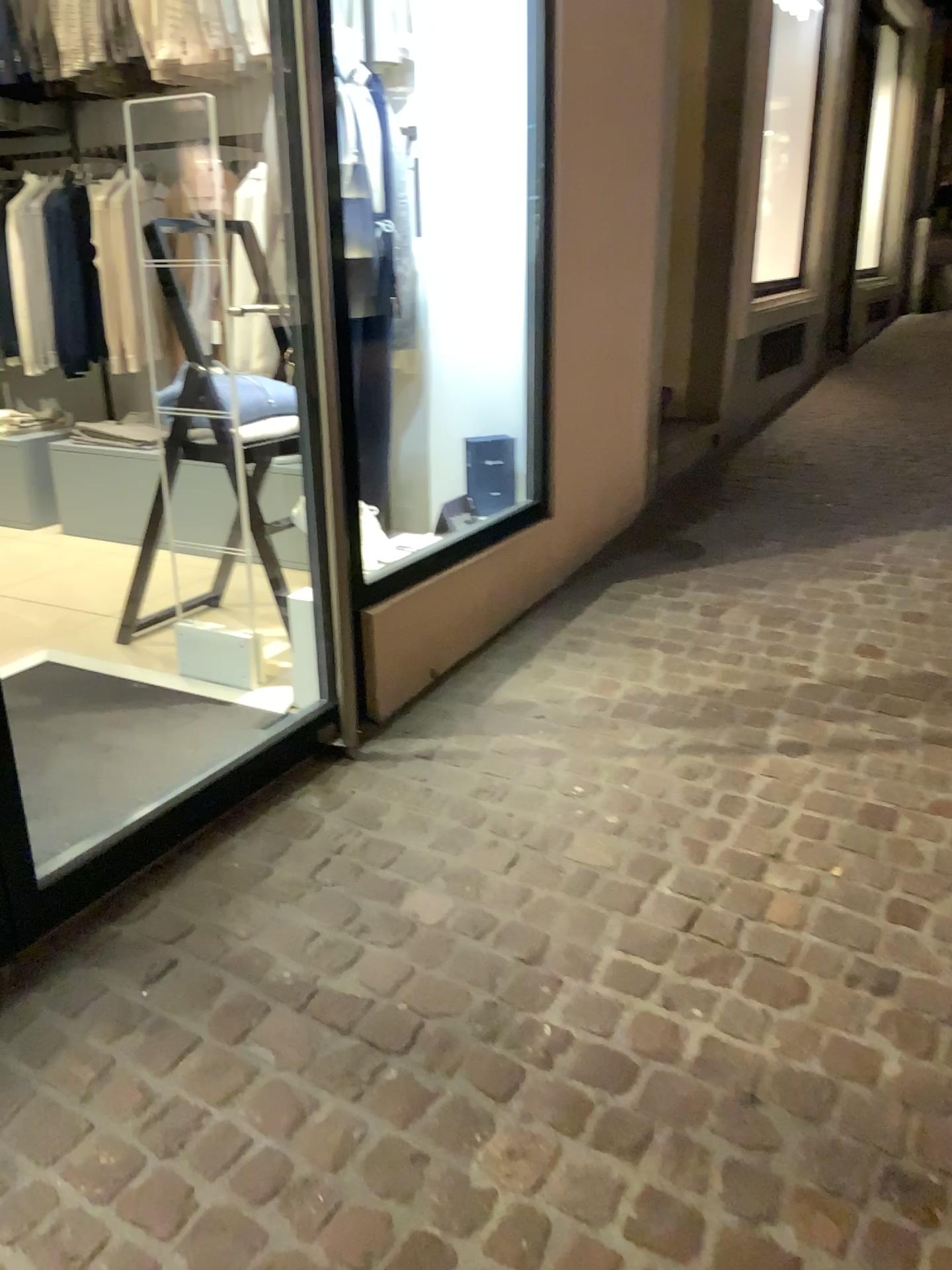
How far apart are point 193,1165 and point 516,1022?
0.5 meters
